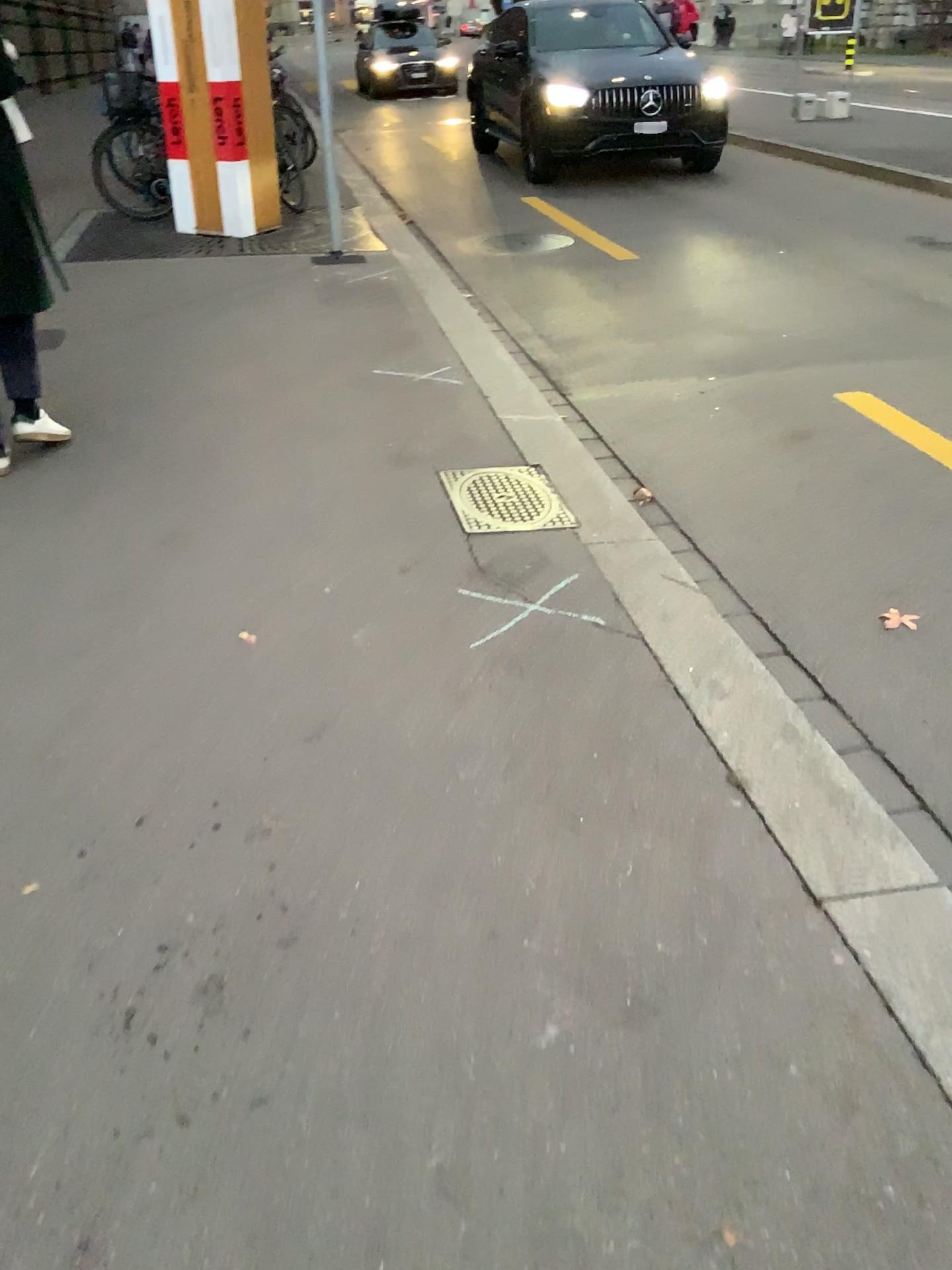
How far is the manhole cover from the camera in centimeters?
329cm

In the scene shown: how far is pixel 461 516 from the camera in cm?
329

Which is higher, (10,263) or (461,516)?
(10,263)

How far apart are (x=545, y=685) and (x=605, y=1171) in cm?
120
